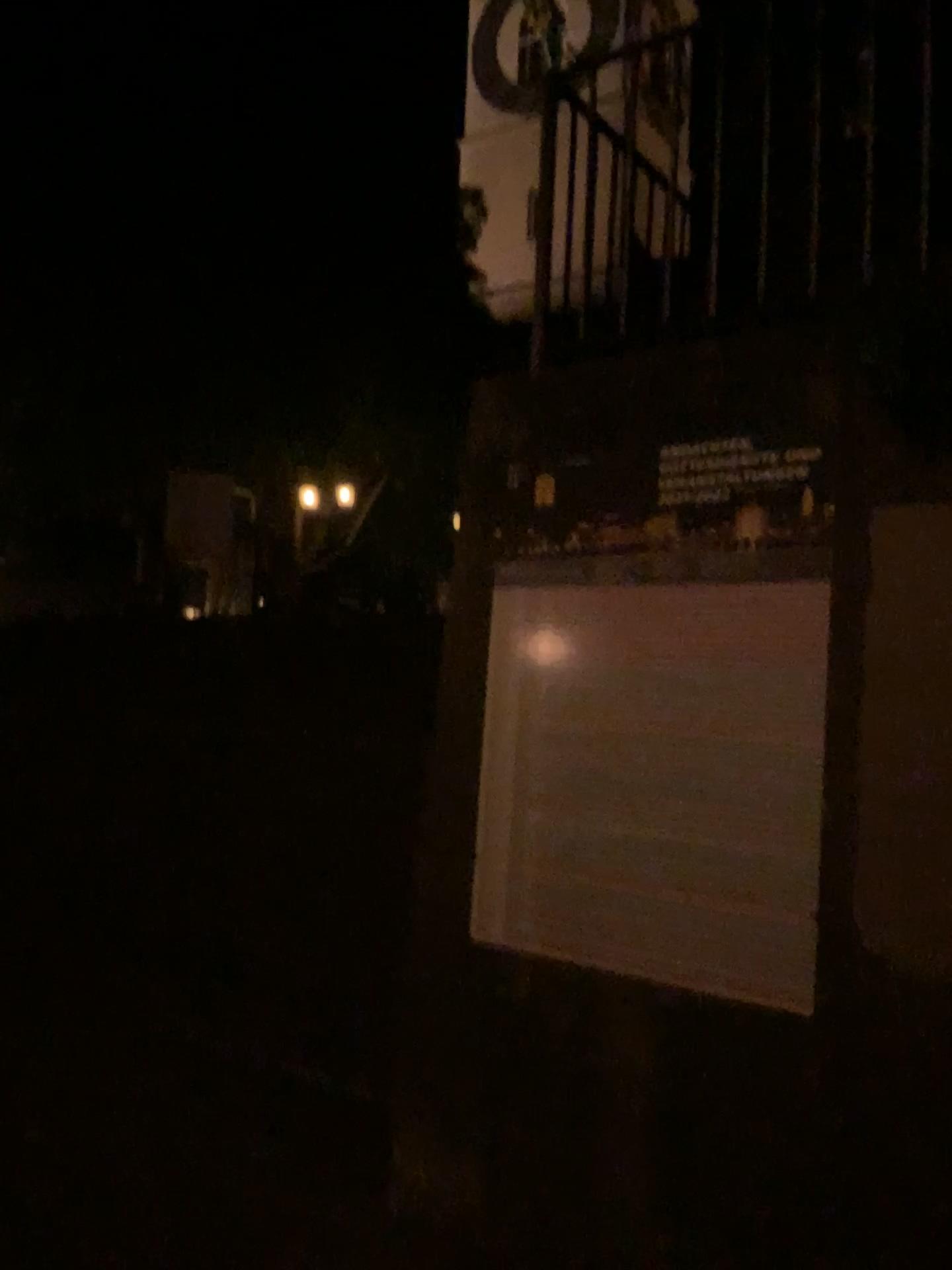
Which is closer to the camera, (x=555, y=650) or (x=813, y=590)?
(x=813, y=590)

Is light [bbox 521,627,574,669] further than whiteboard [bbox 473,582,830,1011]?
Yes

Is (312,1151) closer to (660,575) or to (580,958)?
(580,958)
